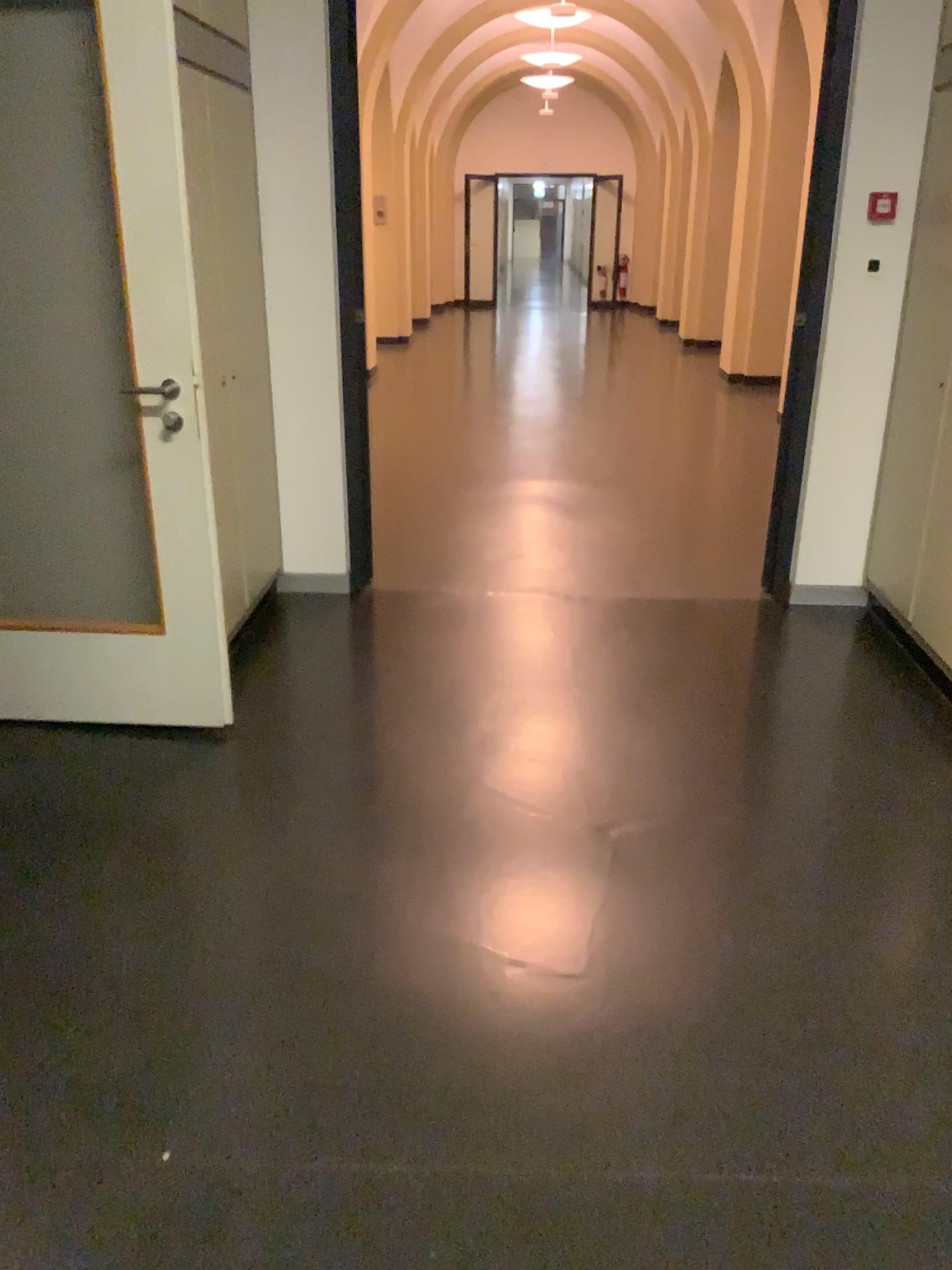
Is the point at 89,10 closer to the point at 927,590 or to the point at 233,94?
the point at 233,94

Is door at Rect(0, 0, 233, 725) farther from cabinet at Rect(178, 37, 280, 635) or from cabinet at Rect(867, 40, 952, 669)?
cabinet at Rect(867, 40, 952, 669)

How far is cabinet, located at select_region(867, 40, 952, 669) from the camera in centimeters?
355cm

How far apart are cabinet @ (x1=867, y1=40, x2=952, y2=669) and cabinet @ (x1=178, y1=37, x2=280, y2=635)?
2.3m

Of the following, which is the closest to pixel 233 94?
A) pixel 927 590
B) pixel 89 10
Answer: pixel 89 10

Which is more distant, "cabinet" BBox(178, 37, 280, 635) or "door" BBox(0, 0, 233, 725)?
"cabinet" BBox(178, 37, 280, 635)

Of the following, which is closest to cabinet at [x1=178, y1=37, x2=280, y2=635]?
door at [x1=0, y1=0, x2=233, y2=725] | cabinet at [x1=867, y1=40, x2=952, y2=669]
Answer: door at [x1=0, y1=0, x2=233, y2=725]

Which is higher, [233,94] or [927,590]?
[233,94]

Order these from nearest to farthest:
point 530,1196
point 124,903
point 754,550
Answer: point 530,1196, point 124,903, point 754,550
